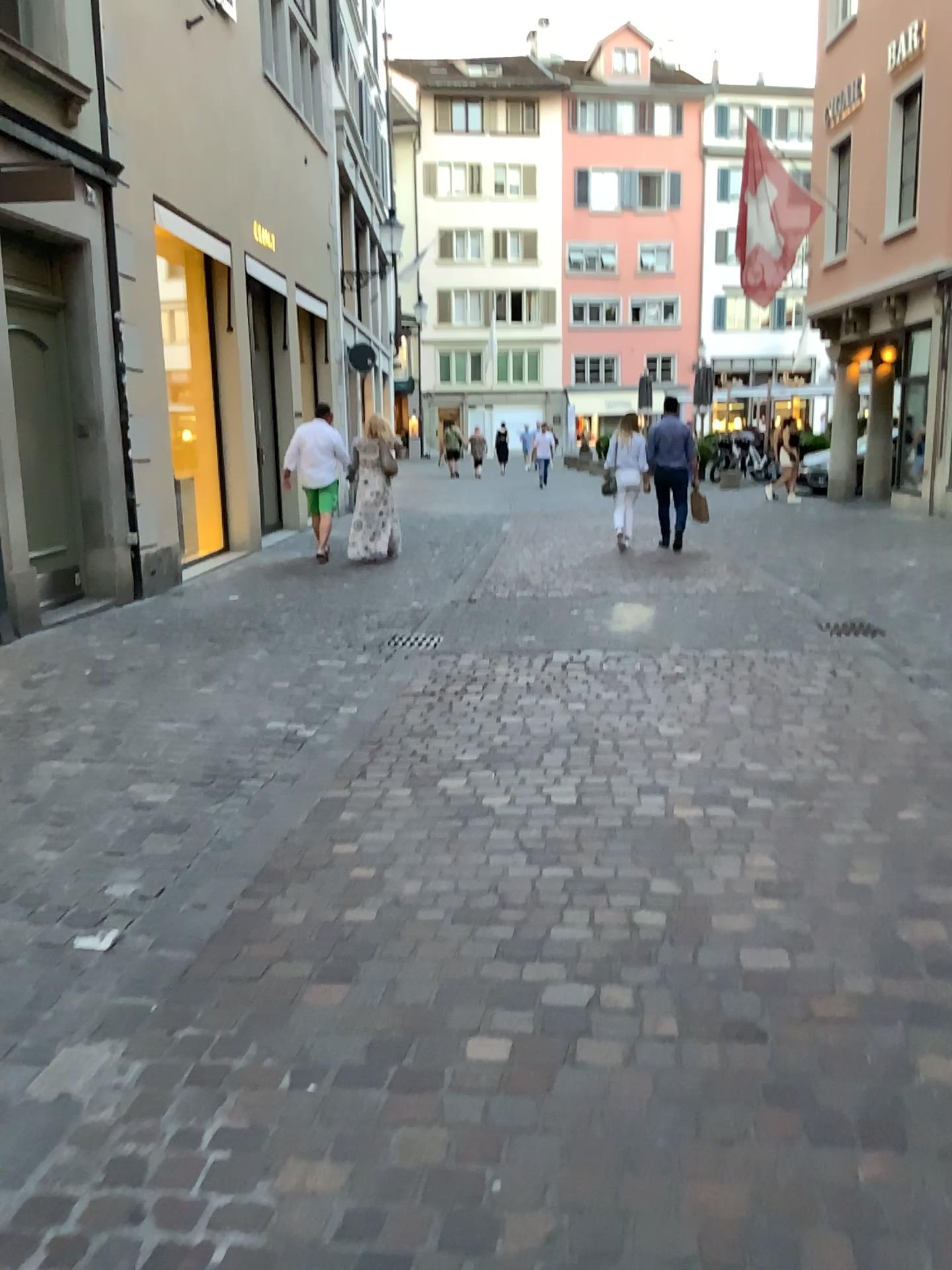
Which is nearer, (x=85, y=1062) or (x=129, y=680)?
(x=85, y=1062)
